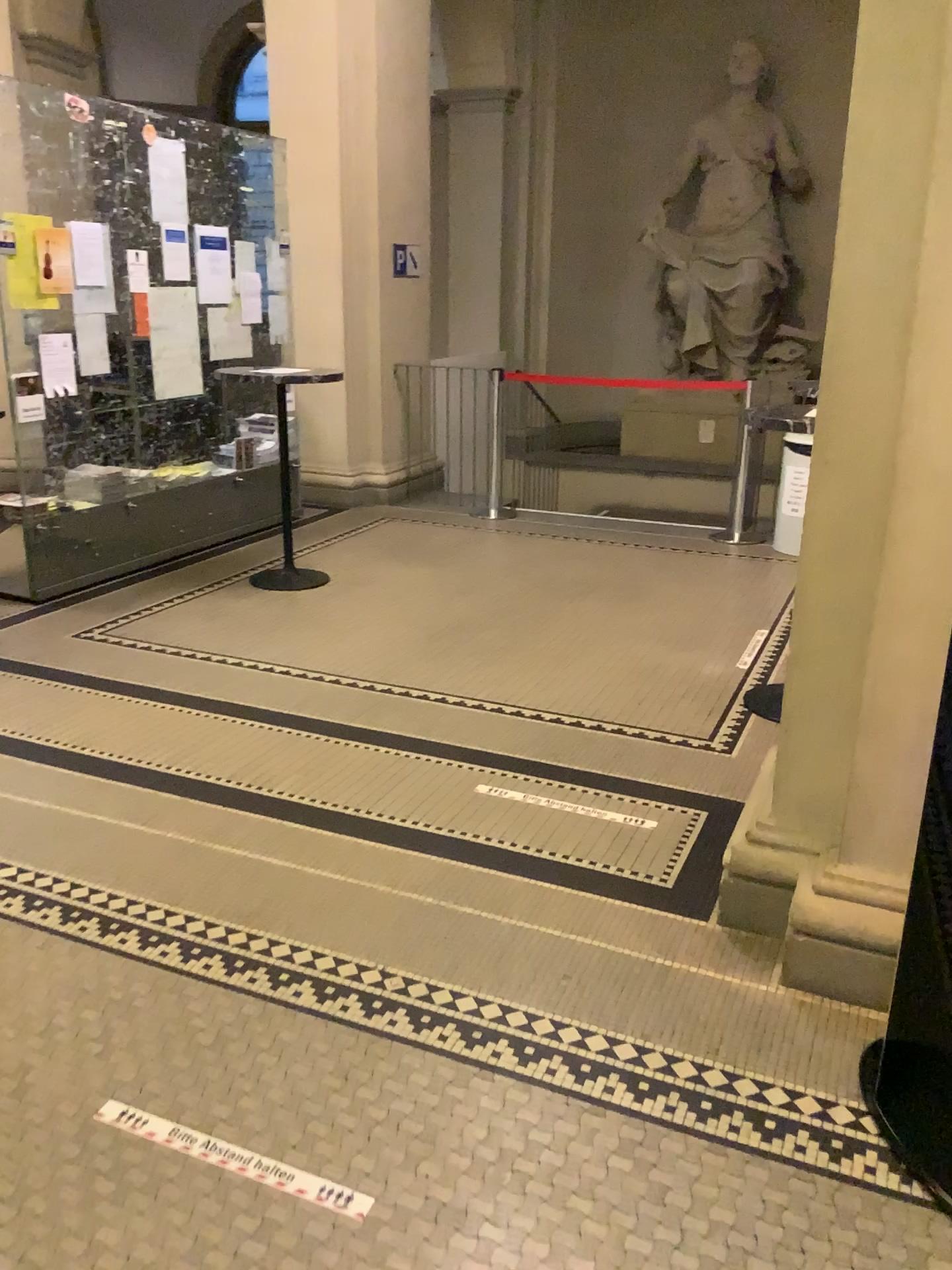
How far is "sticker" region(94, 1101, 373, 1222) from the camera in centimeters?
184cm

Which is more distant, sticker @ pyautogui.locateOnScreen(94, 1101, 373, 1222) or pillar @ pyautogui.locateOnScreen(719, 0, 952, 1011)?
pillar @ pyautogui.locateOnScreen(719, 0, 952, 1011)

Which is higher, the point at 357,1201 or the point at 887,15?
the point at 887,15

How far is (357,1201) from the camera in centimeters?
184cm

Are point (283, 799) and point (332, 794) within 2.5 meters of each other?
yes

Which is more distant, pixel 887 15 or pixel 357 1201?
→ pixel 887 15
